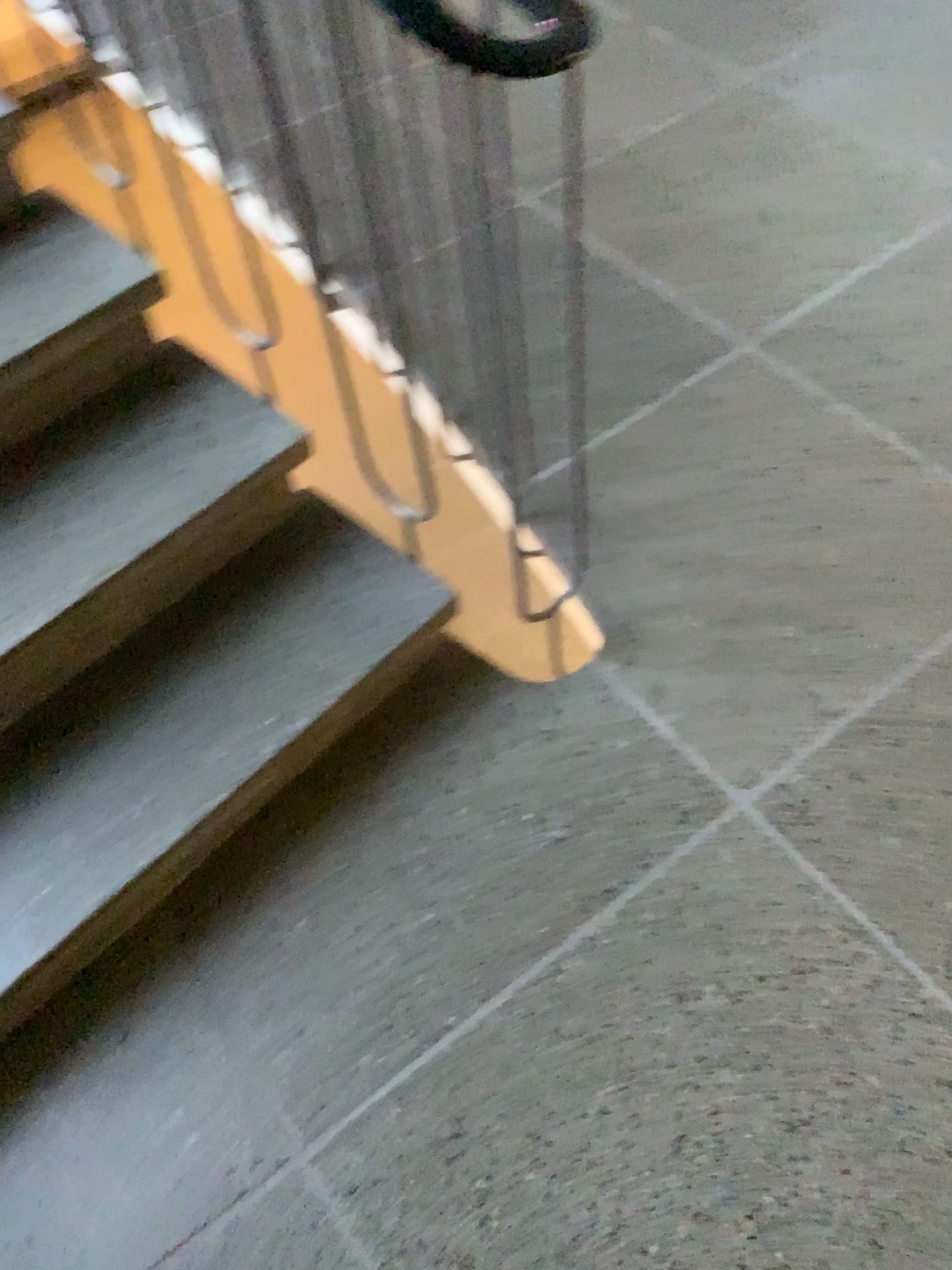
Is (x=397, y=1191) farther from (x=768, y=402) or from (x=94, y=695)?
(x=768, y=402)

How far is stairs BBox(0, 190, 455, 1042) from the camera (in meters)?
1.40

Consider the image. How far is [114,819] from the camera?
1.4 meters
